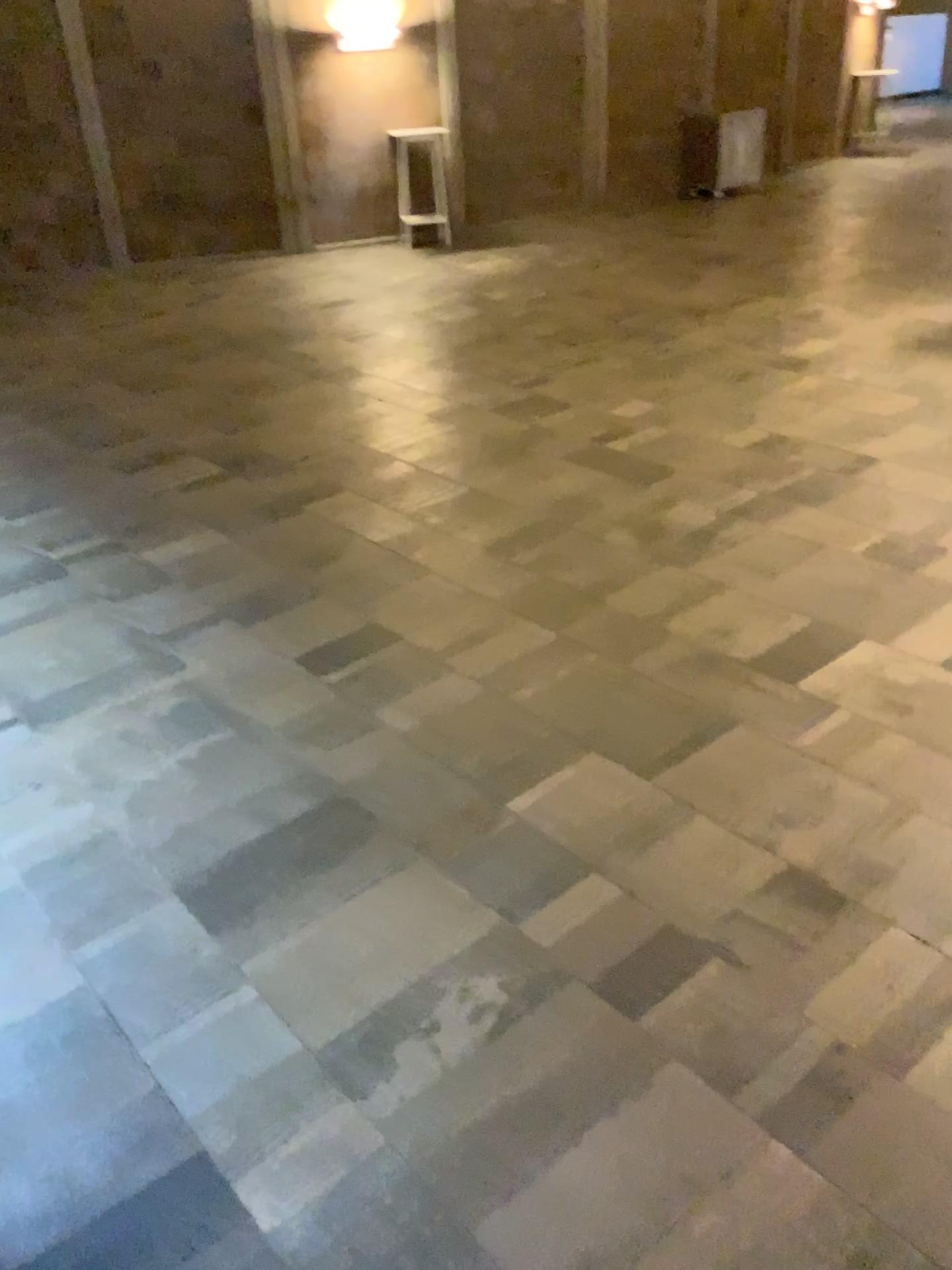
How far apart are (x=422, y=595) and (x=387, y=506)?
1.0m
